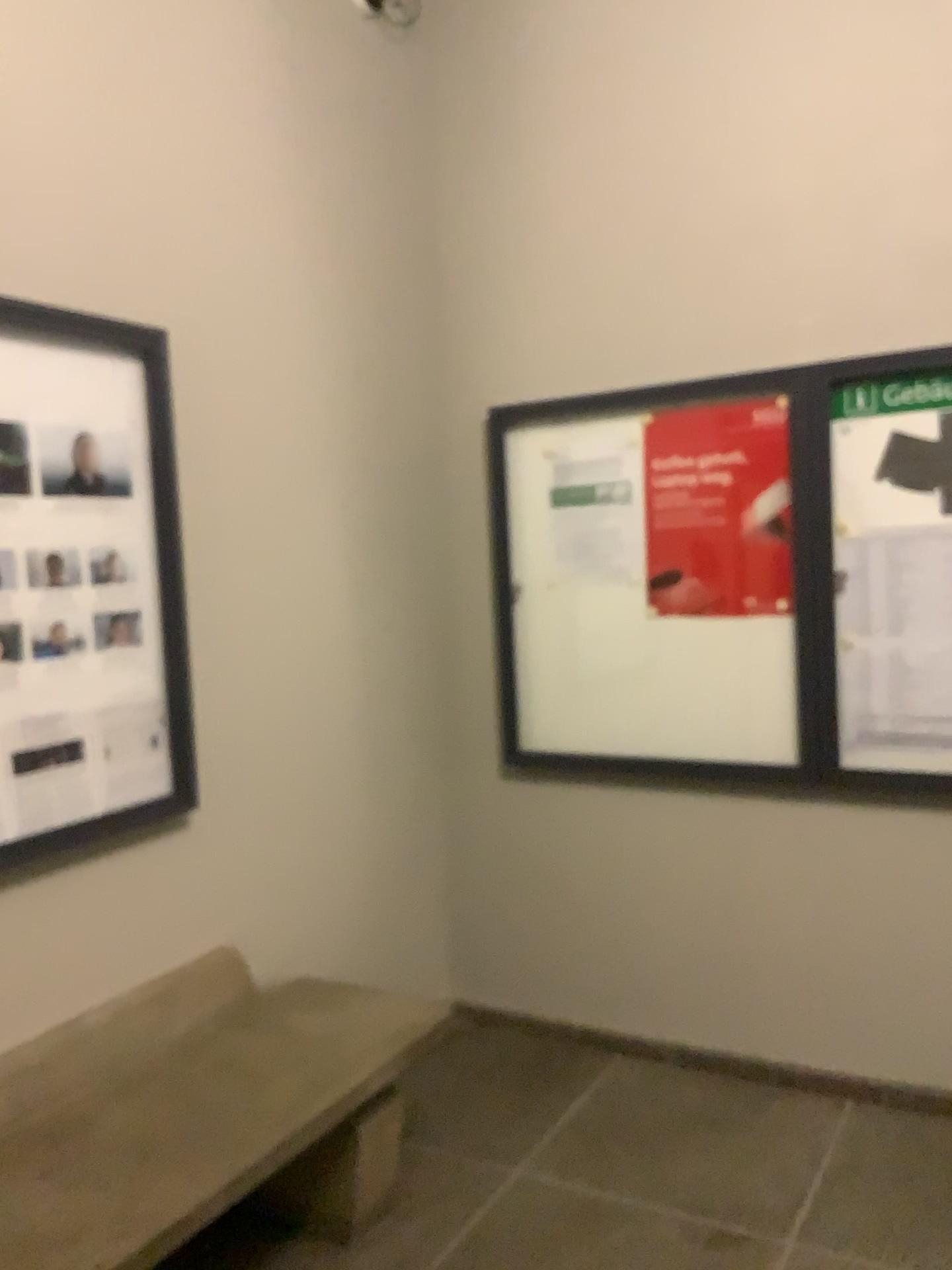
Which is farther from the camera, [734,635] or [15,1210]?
[734,635]

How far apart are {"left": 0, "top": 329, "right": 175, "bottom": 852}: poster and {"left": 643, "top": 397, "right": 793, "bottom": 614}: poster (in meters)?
1.41

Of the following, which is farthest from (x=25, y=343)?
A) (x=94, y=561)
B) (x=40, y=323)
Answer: (x=94, y=561)

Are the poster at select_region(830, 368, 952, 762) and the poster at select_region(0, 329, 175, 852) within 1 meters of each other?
no

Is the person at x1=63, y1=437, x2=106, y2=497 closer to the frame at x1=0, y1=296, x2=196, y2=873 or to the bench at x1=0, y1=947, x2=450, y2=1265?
the frame at x1=0, y1=296, x2=196, y2=873

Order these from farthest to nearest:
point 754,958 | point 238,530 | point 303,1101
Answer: point 754,958
point 238,530
point 303,1101

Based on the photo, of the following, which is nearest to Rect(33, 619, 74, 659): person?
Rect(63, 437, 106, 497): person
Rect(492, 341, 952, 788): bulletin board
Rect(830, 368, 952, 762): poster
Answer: Rect(63, 437, 106, 497): person

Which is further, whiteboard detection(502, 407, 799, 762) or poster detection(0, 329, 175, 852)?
whiteboard detection(502, 407, 799, 762)

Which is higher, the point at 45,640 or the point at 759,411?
the point at 759,411

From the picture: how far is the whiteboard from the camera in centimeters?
302cm
